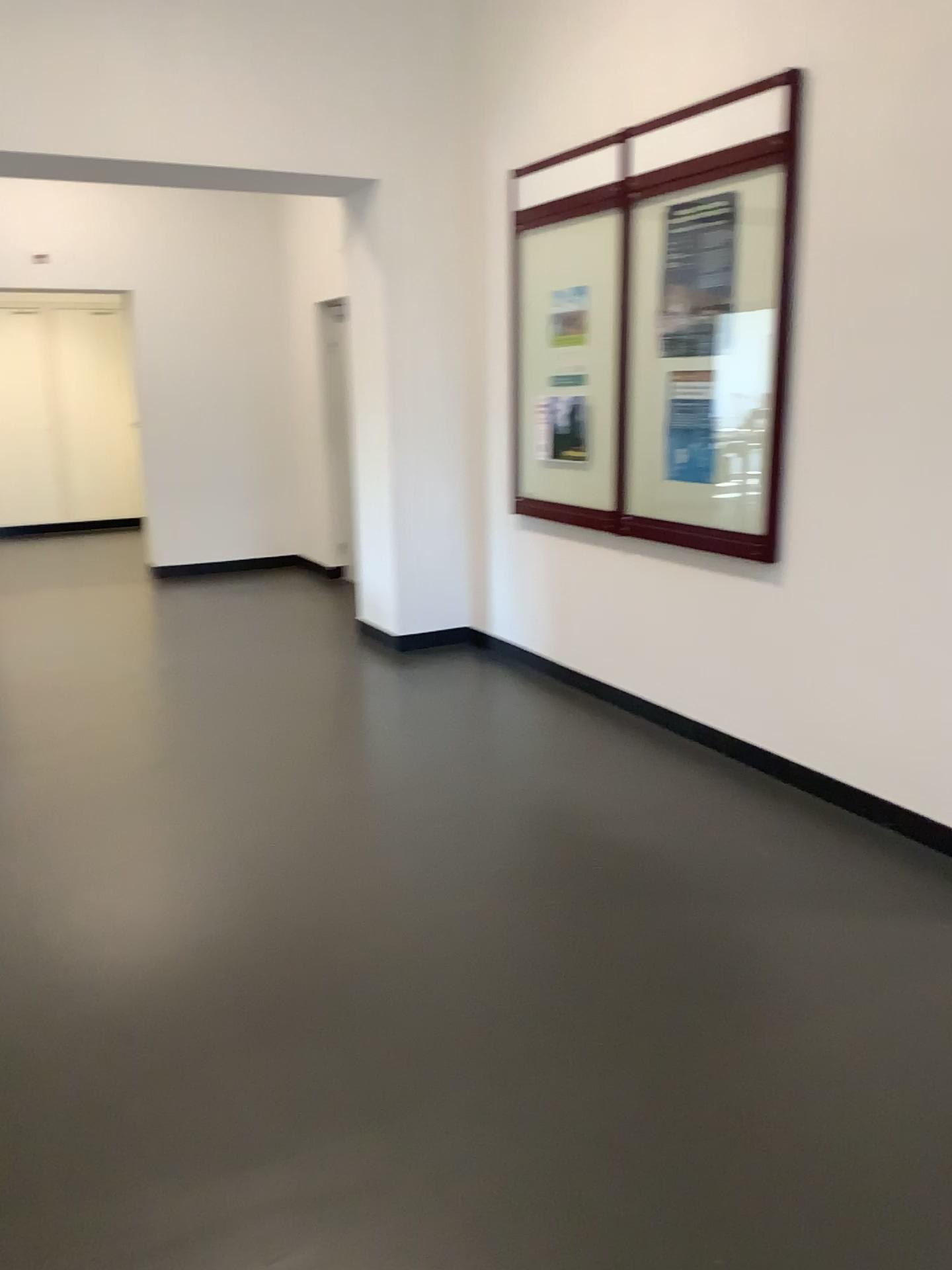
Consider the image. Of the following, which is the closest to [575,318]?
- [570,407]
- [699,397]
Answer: [570,407]

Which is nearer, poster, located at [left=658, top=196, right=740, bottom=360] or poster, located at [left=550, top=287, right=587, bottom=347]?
poster, located at [left=658, top=196, right=740, bottom=360]

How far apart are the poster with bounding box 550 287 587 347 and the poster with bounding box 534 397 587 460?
0.3 meters

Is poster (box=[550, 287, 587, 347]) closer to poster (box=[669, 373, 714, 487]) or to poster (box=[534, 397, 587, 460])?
poster (box=[534, 397, 587, 460])

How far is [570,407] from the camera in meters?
4.7 m

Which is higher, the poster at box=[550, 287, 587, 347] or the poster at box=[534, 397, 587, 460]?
the poster at box=[550, 287, 587, 347]

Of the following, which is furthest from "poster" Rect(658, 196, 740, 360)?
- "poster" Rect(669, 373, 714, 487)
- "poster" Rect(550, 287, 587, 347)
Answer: "poster" Rect(550, 287, 587, 347)

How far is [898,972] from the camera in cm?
260

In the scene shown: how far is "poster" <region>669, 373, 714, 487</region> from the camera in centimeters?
Result: 396cm

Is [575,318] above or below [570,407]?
above
